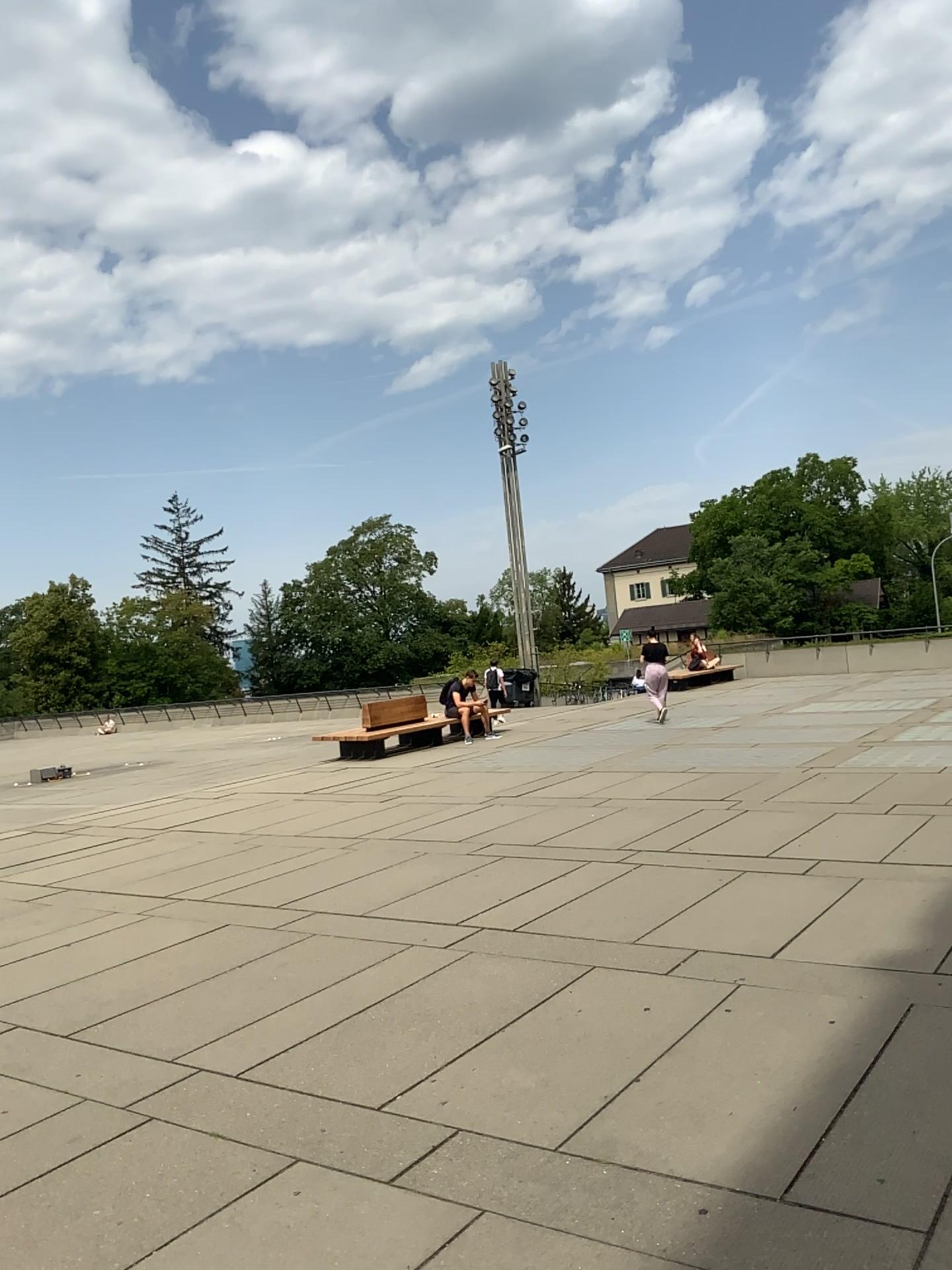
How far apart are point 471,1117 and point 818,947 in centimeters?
234cm
